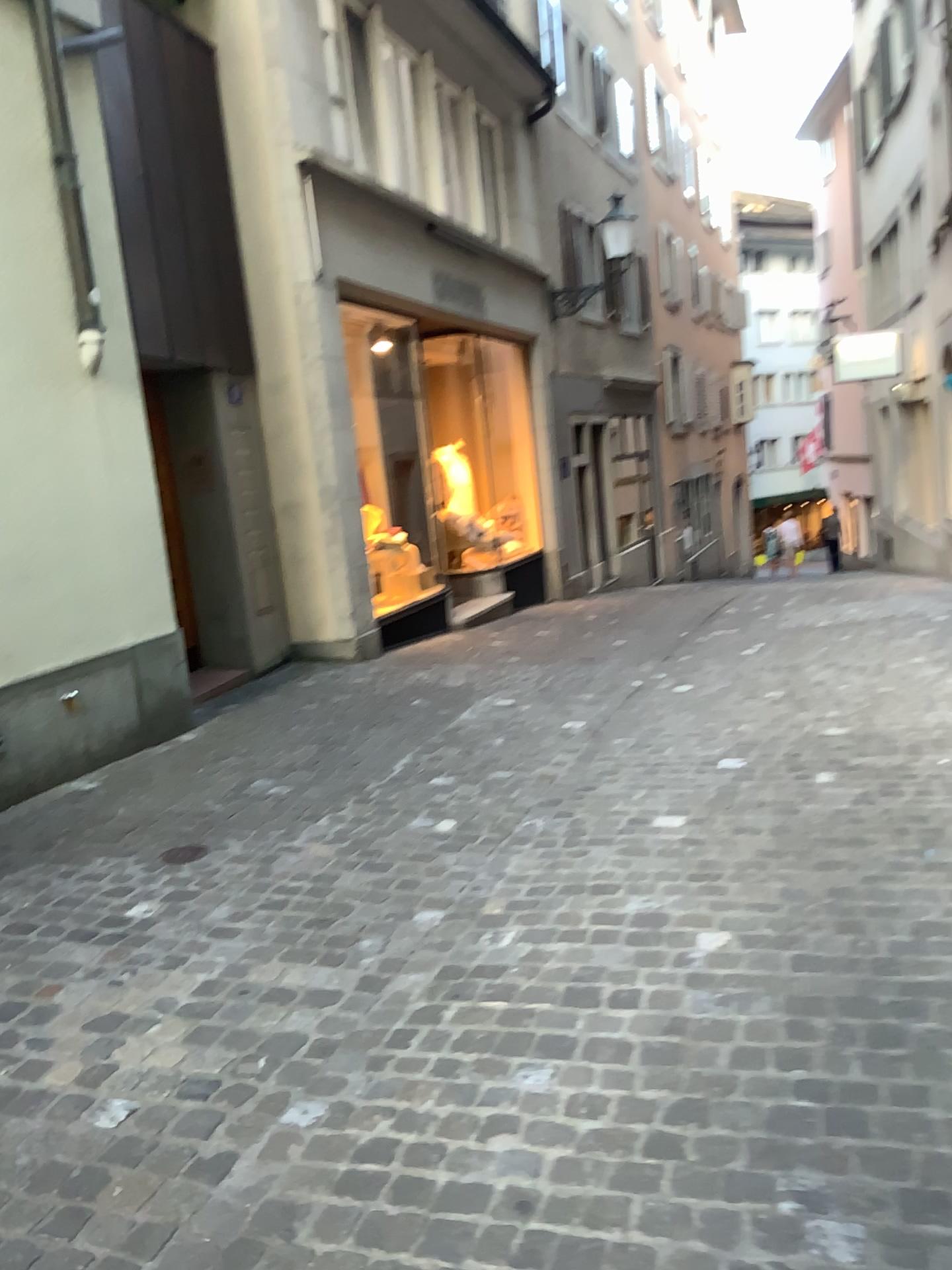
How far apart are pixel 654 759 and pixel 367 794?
1.2m
